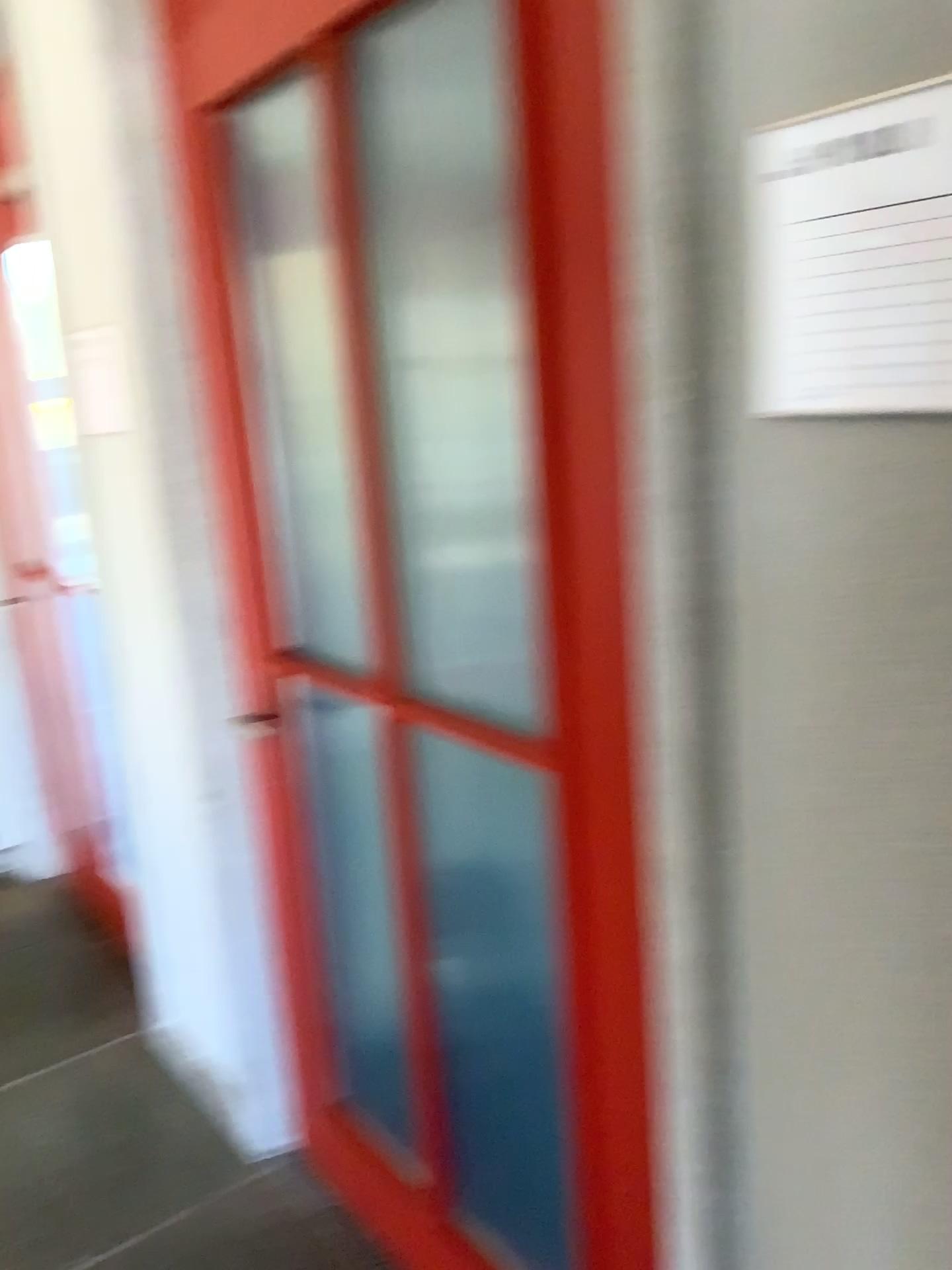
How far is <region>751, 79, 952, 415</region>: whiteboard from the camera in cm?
72

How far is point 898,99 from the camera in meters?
0.7 m

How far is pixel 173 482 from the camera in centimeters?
197cm
